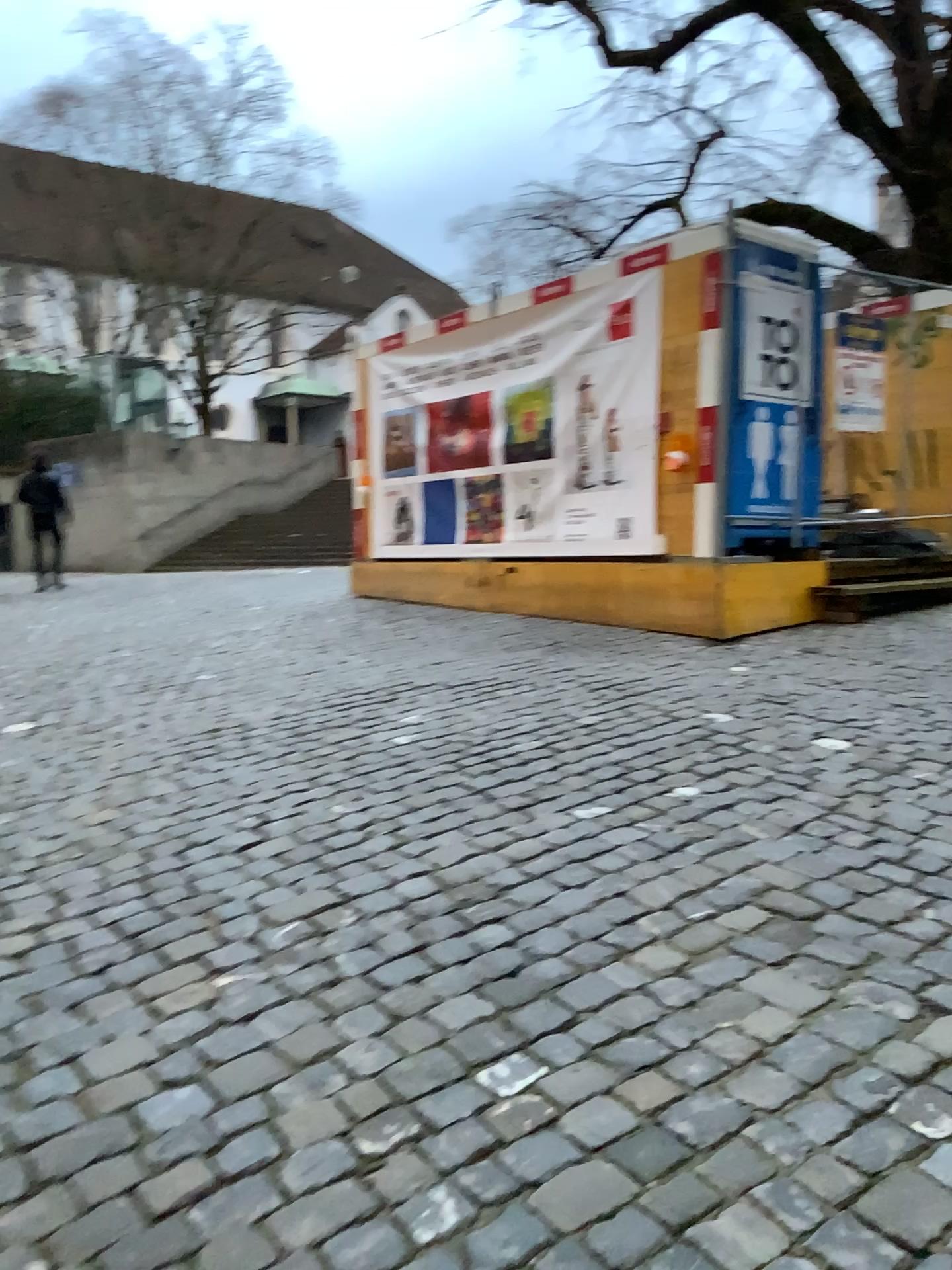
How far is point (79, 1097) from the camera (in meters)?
2.18
